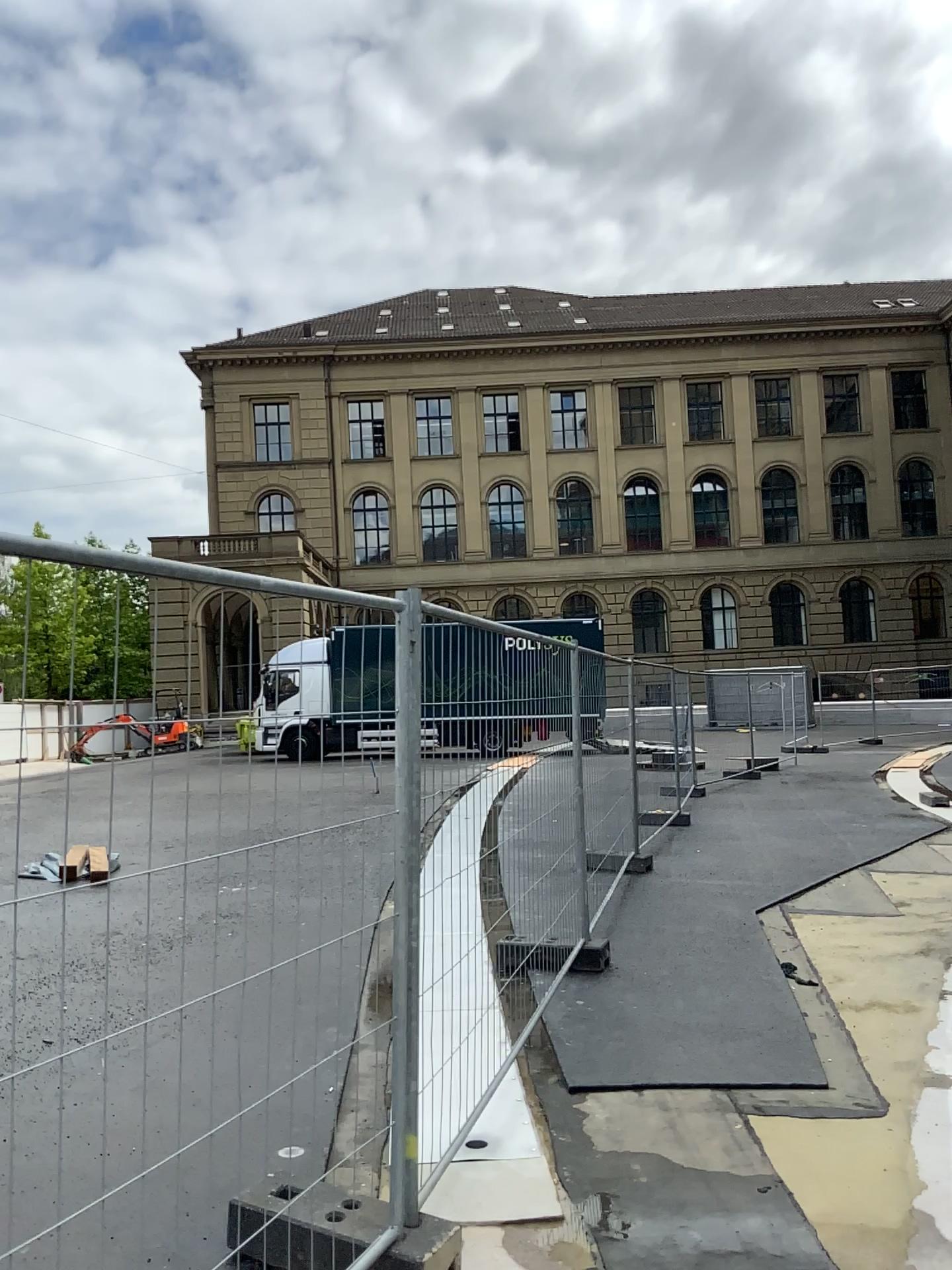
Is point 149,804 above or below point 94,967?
above
